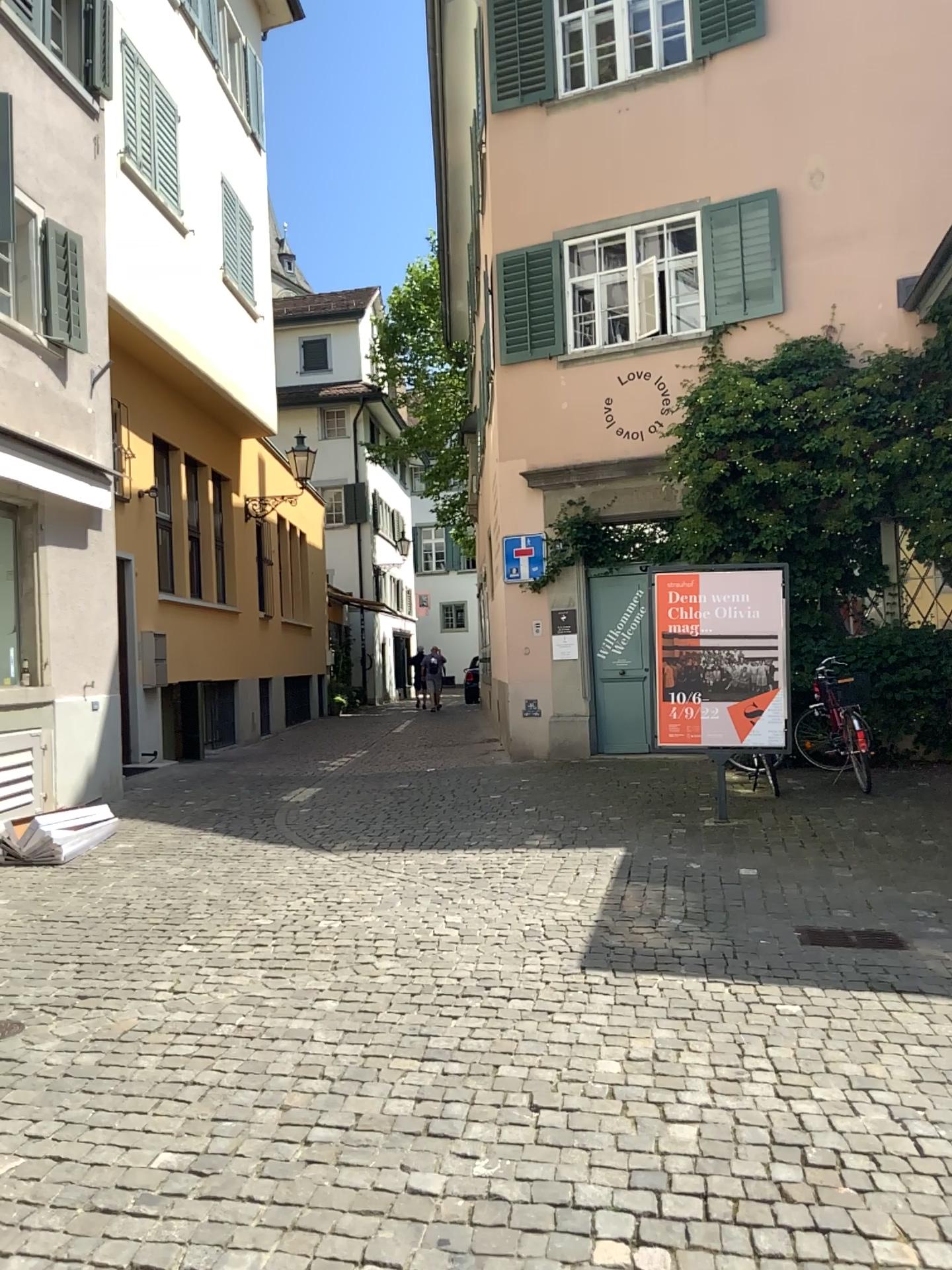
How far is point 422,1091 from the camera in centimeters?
341cm
